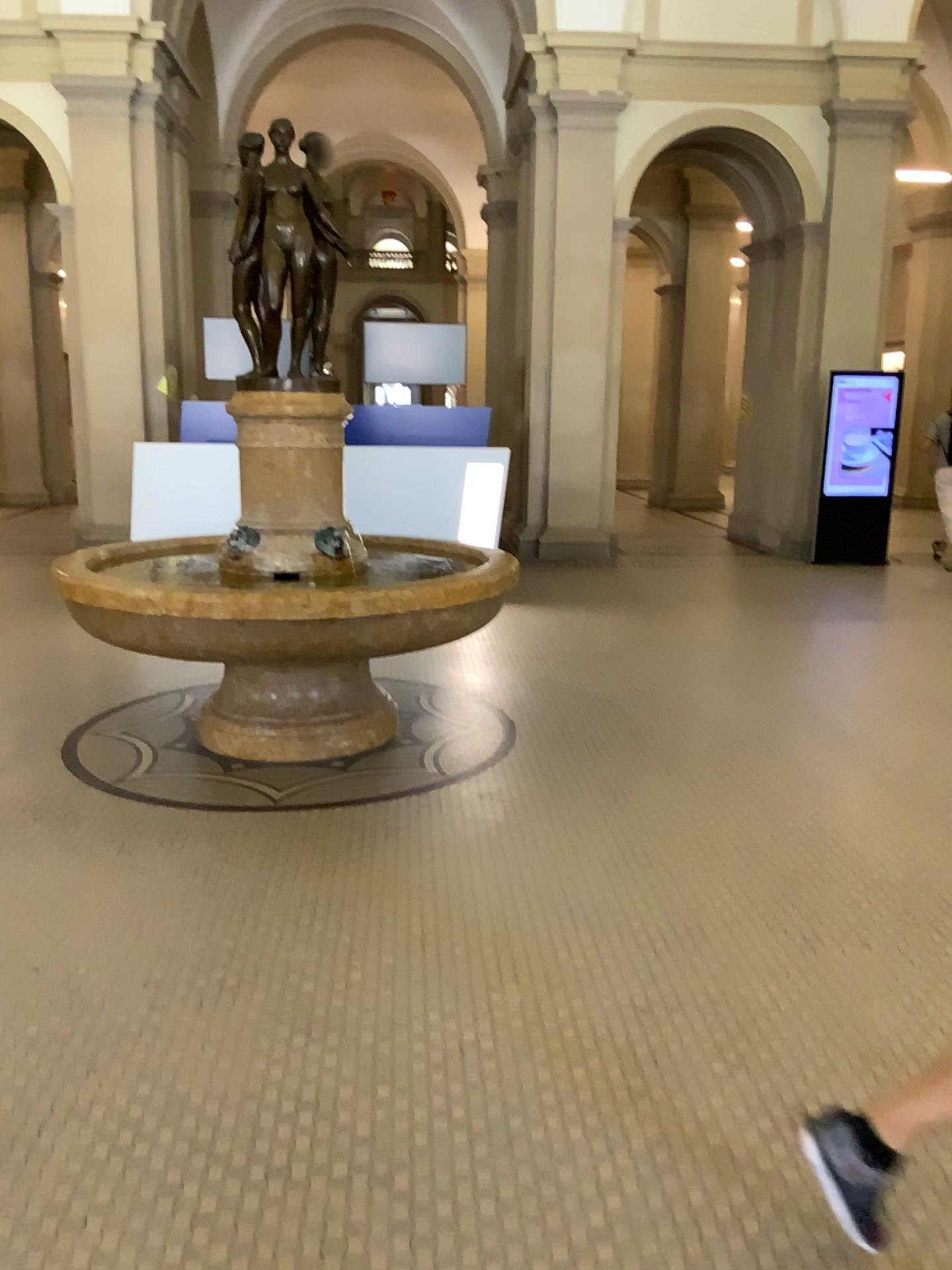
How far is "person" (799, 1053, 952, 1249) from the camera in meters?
1.8 m

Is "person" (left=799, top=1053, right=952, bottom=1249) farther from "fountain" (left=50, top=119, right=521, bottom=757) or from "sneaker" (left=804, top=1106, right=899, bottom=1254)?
"fountain" (left=50, top=119, right=521, bottom=757)

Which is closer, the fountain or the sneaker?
the sneaker

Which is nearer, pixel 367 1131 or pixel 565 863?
pixel 367 1131

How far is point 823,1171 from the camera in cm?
179

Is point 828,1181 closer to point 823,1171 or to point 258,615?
point 823,1171

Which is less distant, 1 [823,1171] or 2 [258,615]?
1 [823,1171]

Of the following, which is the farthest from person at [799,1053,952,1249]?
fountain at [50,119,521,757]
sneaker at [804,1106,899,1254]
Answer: fountain at [50,119,521,757]

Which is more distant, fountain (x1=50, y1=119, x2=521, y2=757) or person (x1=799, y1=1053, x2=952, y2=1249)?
fountain (x1=50, y1=119, x2=521, y2=757)
